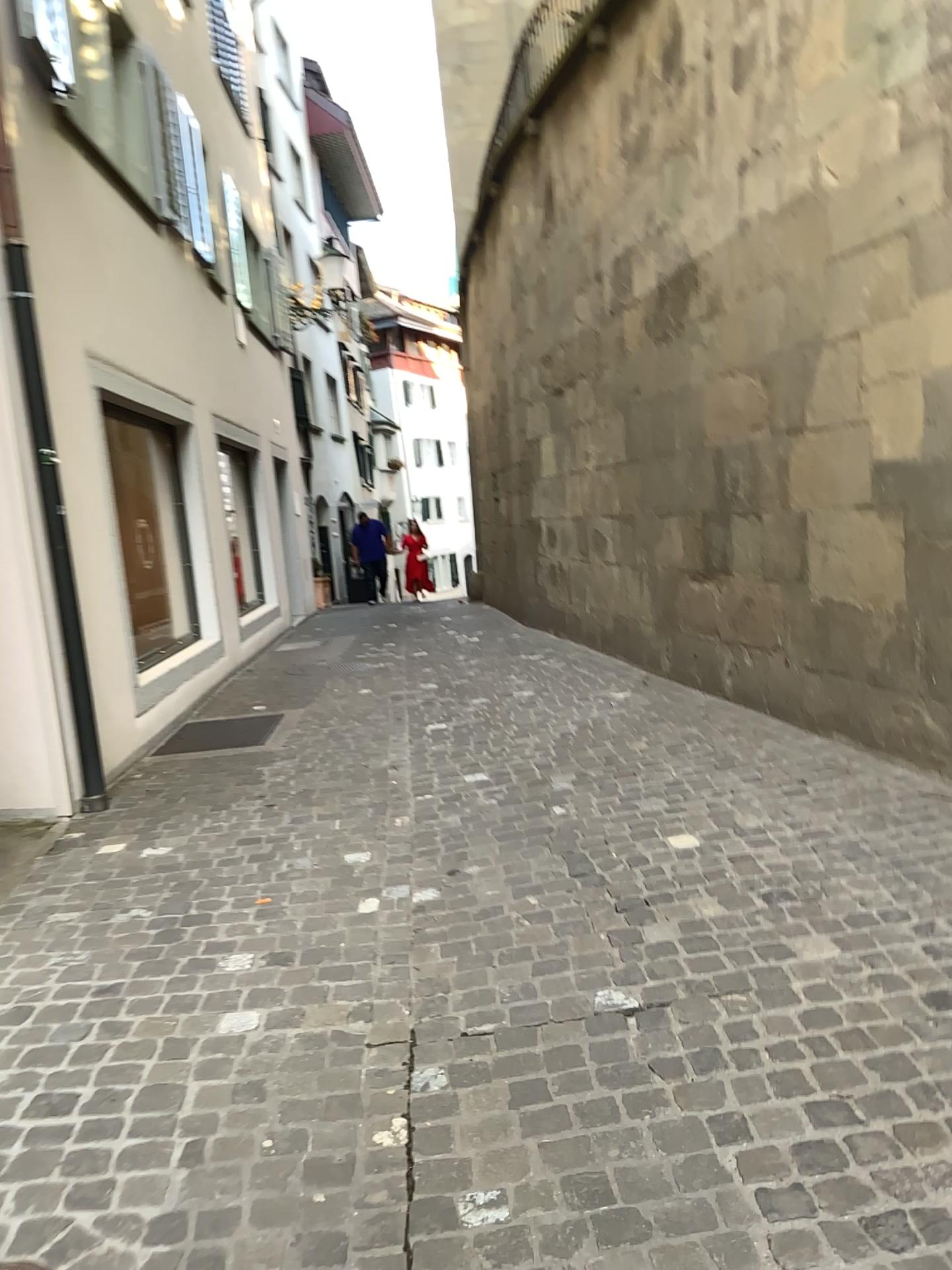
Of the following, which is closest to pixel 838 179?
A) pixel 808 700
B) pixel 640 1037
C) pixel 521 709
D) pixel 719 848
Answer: pixel 808 700
